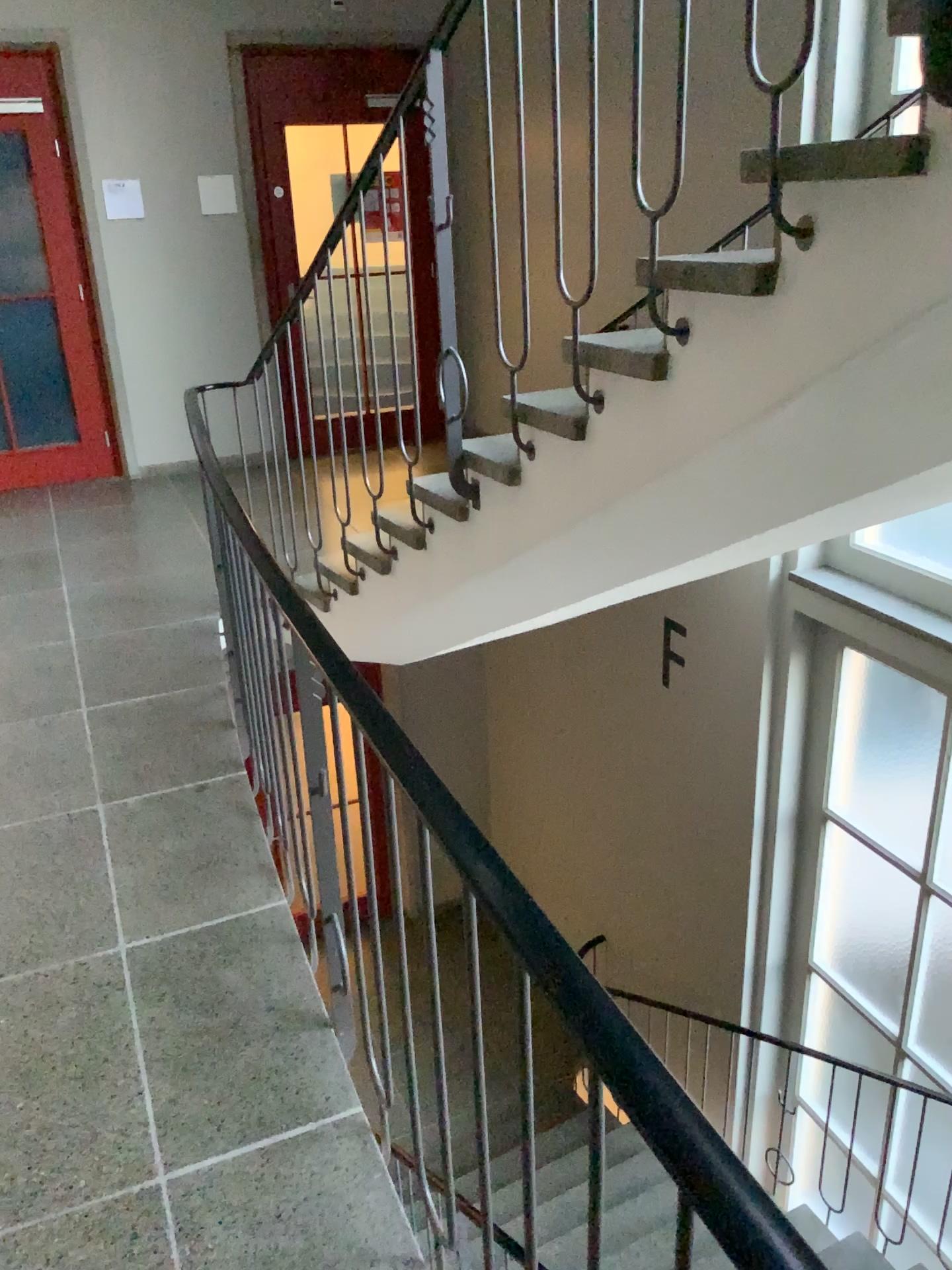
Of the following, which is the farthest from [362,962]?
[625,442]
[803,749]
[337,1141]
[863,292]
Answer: [803,749]
